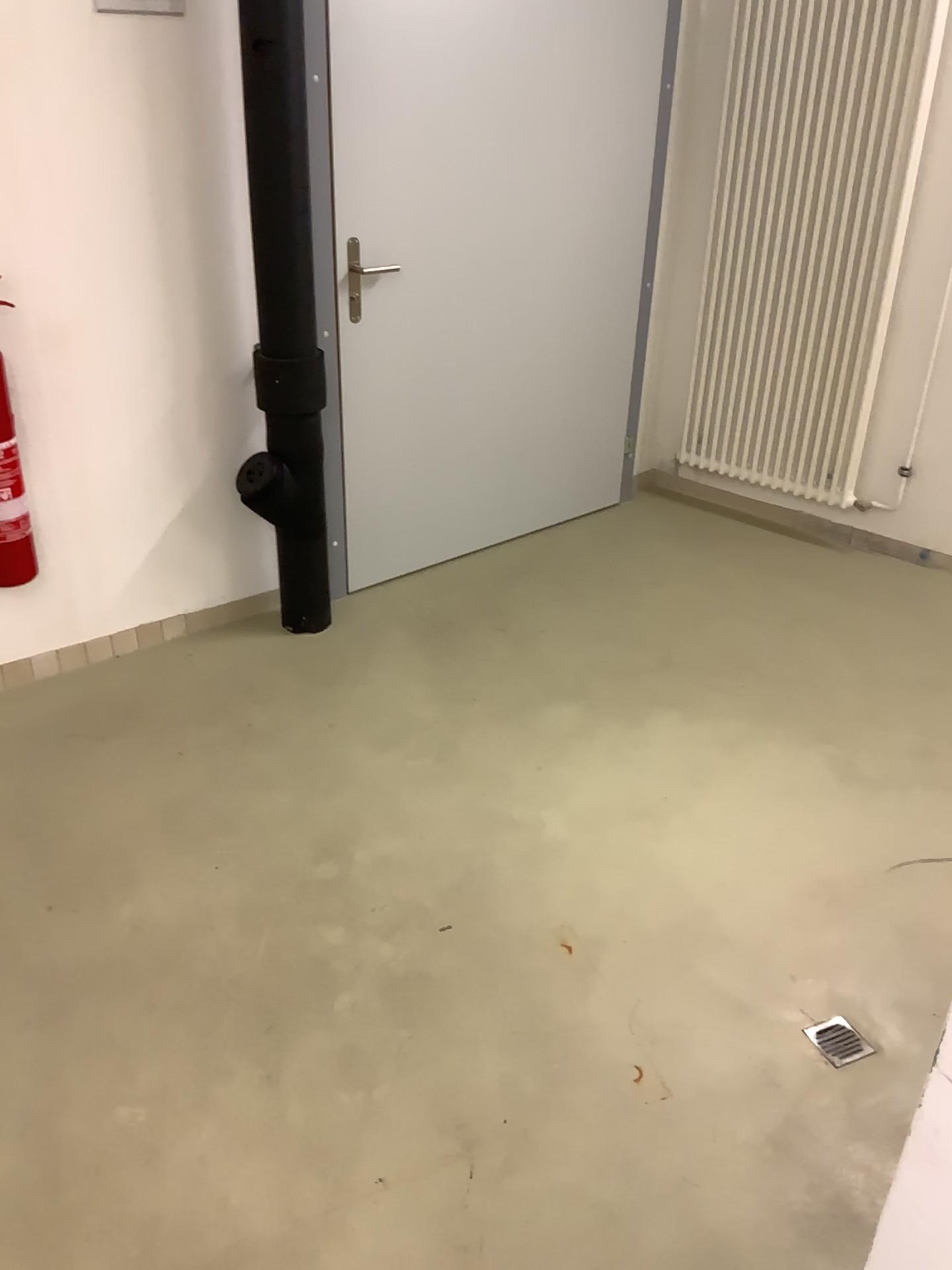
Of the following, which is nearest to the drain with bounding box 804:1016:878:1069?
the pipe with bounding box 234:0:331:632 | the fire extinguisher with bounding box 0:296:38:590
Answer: the pipe with bounding box 234:0:331:632

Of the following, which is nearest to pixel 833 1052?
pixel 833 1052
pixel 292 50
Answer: pixel 833 1052

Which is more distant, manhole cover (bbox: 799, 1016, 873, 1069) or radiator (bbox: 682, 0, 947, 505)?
radiator (bbox: 682, 0, 947, 505)

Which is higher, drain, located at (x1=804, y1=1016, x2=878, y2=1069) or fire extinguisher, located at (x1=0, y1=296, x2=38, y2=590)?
fire extinguisher, located at (x1=0, y1=296, x2=38, y2=590)

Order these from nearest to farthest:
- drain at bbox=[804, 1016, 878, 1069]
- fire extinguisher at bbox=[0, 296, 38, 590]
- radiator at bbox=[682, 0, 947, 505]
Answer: drain at bbox=[804, 1016, 878, 1069], fire extinguisher at bbox=[0, 296, 38, 590], radiator at bbox=[682, 0, 947, 505]

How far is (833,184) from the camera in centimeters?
348cm

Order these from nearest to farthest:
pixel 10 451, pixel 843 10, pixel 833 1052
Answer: pixel 833 1052 → pixel 10 451 → pixel 843 10

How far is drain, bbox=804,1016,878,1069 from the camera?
1.88m

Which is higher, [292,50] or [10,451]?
[292,50]

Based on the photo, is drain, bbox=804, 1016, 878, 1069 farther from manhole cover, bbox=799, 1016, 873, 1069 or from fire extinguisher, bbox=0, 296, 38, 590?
fire extinguisher, bbox=0, 296, 38, 590
